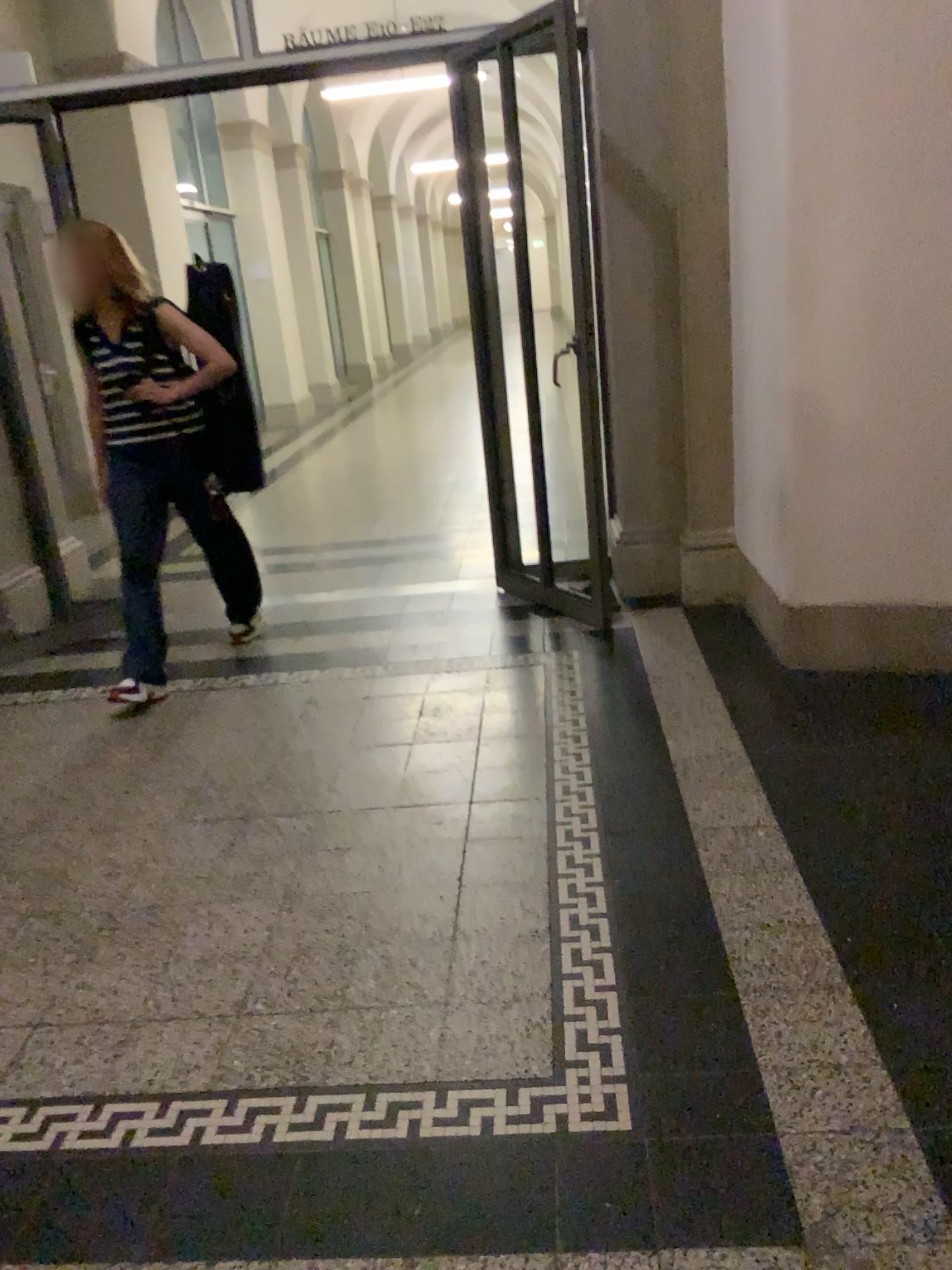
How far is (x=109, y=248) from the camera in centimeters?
366cm

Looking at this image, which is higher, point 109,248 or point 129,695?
point 109,248

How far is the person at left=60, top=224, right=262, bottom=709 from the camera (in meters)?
3.66

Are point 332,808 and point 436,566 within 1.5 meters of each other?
no
